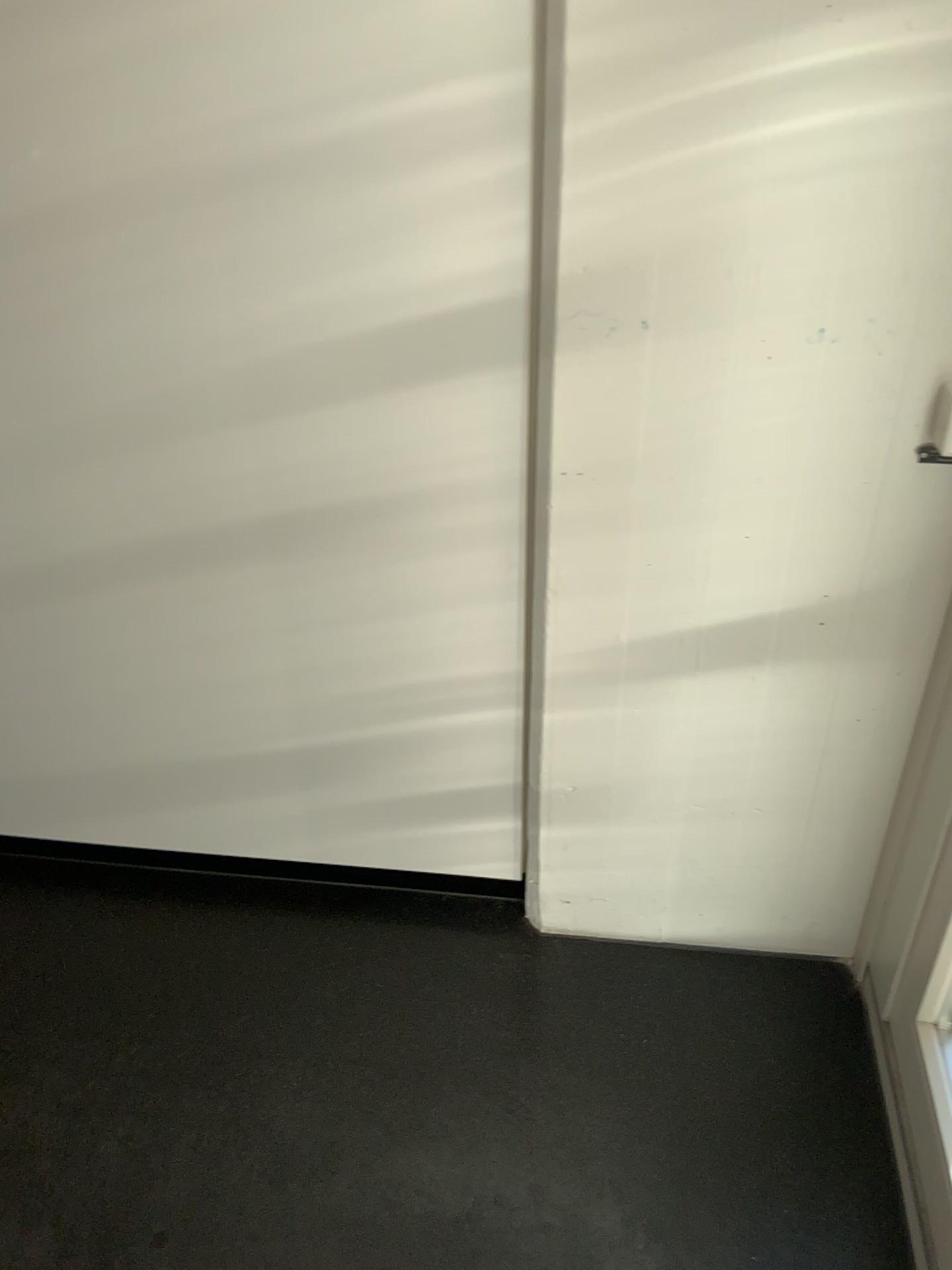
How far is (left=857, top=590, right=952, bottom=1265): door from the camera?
1.3 meters

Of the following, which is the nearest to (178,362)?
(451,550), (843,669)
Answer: (451,550)

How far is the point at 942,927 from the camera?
1.3 meters

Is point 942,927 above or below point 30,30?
below
